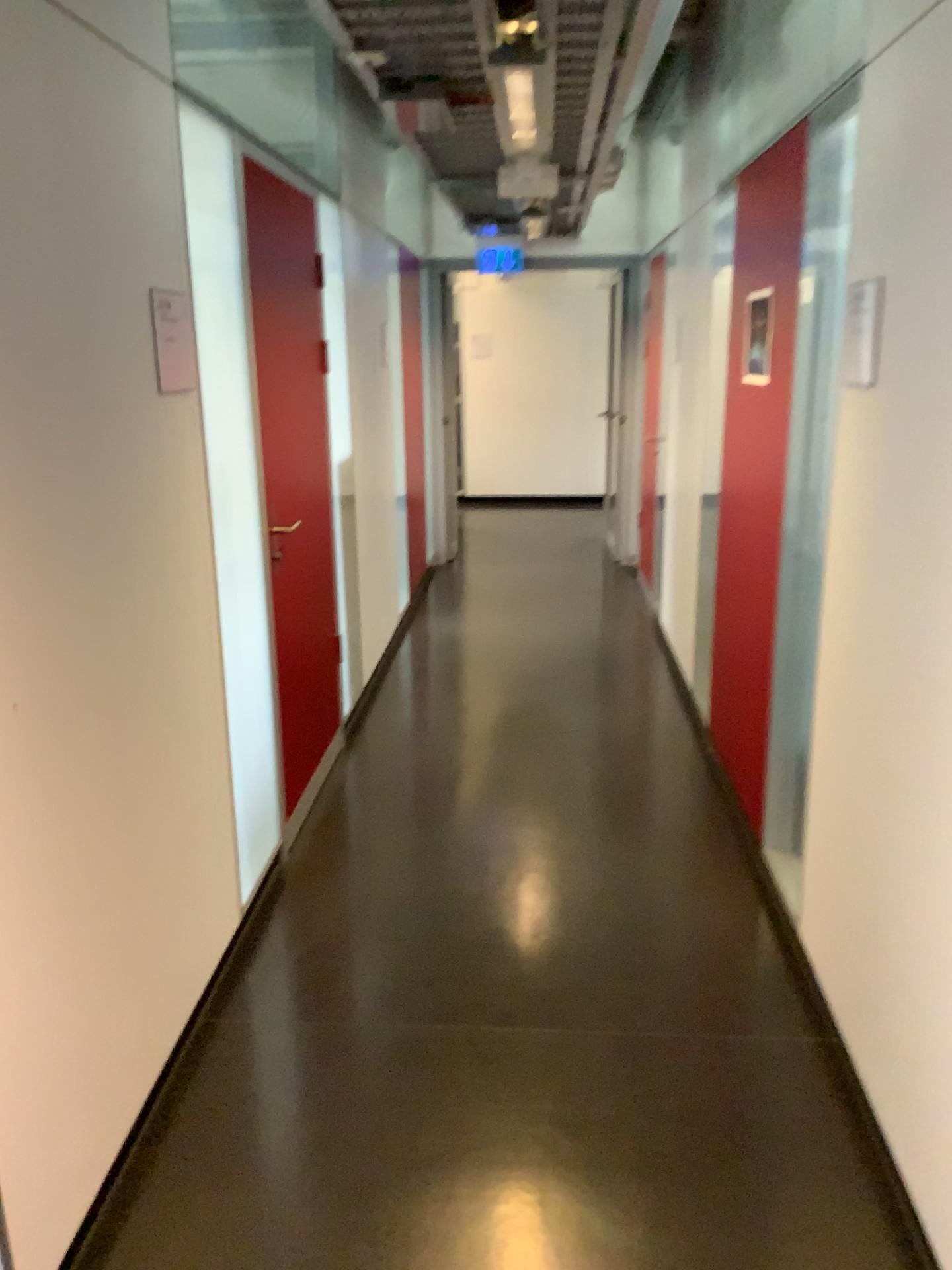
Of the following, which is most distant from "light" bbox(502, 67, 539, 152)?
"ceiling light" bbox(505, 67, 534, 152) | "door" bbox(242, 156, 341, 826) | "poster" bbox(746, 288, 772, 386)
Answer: "poster" bbox(746, 288, 772, 386)

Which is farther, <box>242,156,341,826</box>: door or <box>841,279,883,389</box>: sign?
<box>242,156,341,826</box>: door

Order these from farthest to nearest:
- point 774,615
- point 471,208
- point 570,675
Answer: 1. point 570,675
2. point 471,208
3. point 774,615

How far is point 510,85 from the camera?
2.8 meters

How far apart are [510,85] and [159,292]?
1.3m

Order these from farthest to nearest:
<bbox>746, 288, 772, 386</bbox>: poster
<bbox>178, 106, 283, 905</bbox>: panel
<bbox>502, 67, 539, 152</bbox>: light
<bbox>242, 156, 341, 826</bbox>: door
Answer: <bbox>746, 288, 772, 386</bbox>: poster → <bbox>242, 156, 341, 826</bbox>: door → <bbox>502, 67, 539, 152</bbox>: light → <bbox>178, 106, 283, 905</bbox>: panel

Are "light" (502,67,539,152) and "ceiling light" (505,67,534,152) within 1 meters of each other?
yes

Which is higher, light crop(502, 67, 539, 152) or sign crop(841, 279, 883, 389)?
light crop(502, 67, 539, 152)

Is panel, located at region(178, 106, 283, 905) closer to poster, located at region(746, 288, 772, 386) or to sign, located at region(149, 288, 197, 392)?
sign, located at region(149, 288, 197, 392)

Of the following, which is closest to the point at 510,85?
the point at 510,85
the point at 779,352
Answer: the point at 510,85
